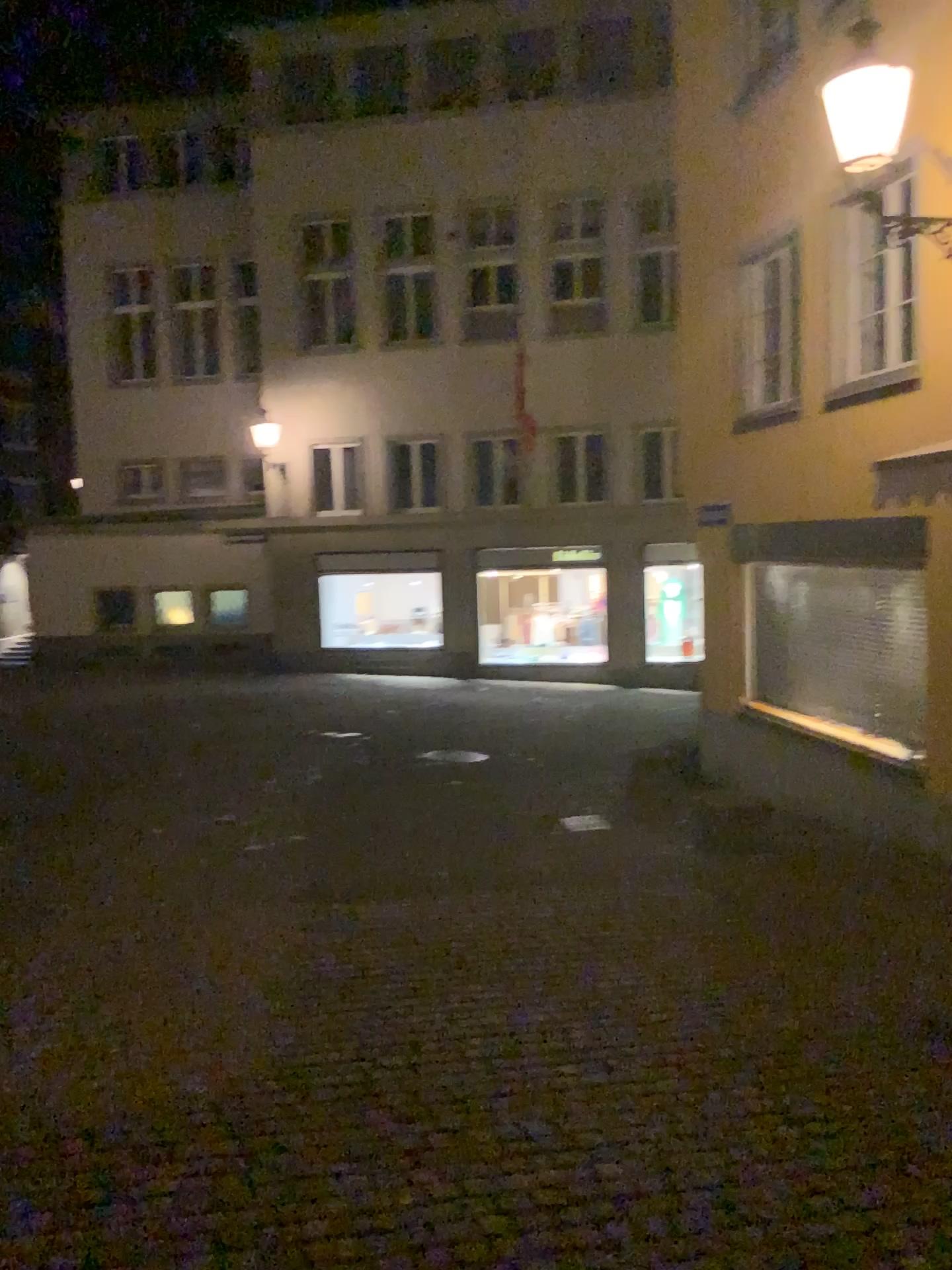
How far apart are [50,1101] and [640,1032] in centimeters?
220cm
